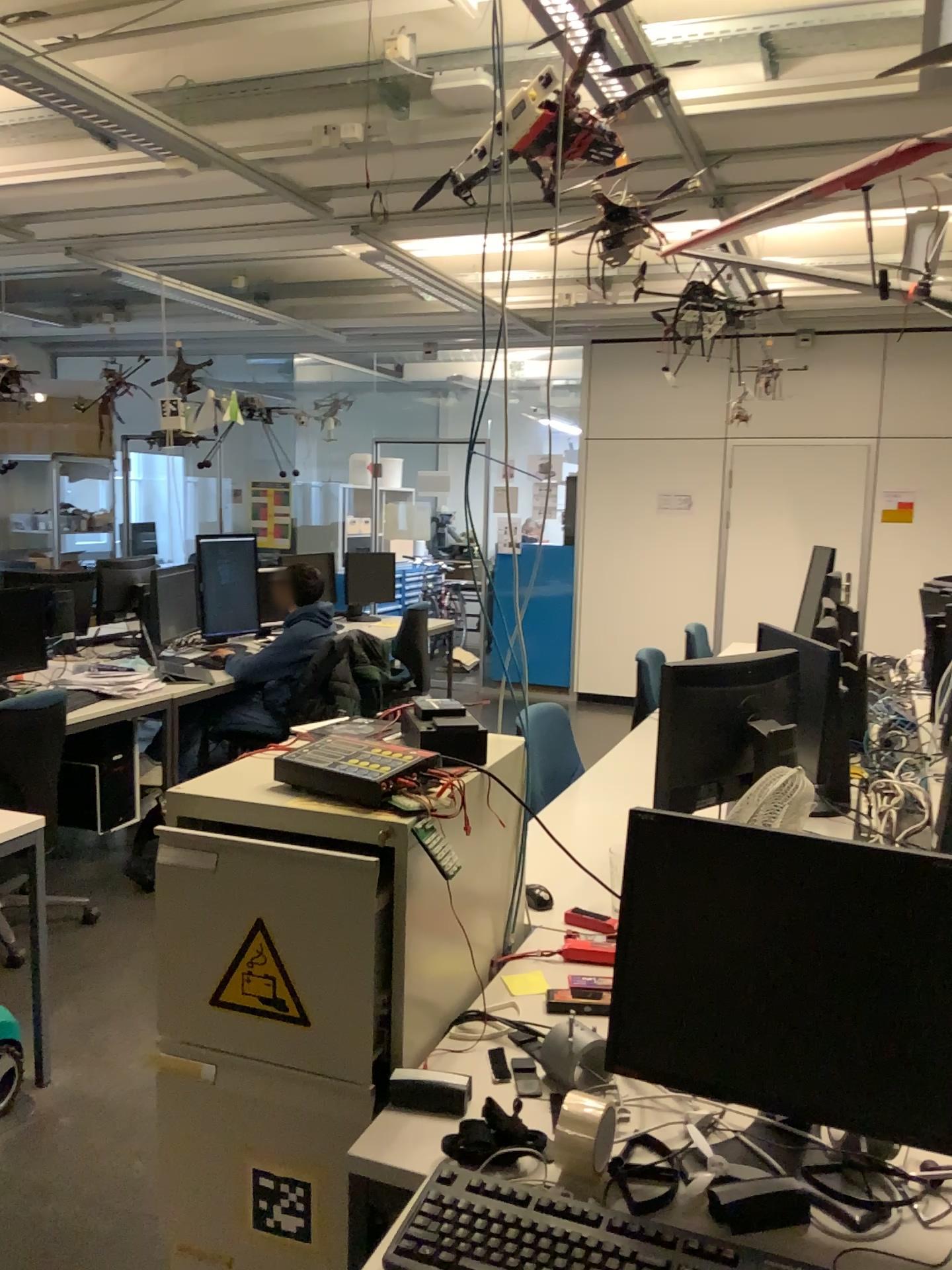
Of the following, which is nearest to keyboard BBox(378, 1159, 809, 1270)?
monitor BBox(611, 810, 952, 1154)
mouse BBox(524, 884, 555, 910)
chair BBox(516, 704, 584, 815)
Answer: monitor BBox(611, 810, 952, 1154)

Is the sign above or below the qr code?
above

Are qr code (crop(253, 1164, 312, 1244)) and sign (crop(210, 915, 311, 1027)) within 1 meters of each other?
yes

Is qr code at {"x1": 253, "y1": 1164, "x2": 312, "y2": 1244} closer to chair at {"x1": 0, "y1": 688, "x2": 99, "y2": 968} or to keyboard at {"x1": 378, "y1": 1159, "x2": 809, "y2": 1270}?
keyboard at {"x1": 378, "y1": 1159, "x2": 809, "y2": 1270}

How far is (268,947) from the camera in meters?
1.5 m

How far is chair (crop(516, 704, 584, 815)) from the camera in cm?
310

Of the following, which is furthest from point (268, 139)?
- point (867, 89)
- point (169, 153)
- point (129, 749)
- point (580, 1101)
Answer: point (580, 1101)

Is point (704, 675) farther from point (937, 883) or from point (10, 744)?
point (10, 744)

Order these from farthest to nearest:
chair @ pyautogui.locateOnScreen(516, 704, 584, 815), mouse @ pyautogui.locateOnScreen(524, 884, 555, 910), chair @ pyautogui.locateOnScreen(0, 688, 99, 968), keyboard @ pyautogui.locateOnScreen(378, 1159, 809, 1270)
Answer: chair @ pyautogui.locateOnScreen(0, 688, 99, 968), chair @ pyautogui.locateOnScreen(516, 704, 584, 815), mouse @ pyautogui.locateOnScreen(524, 884, 555, 910), keyboard @ pyautogui.locateOnScreen(378, 1159, 809, 1270)

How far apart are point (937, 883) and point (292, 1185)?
1.0m
